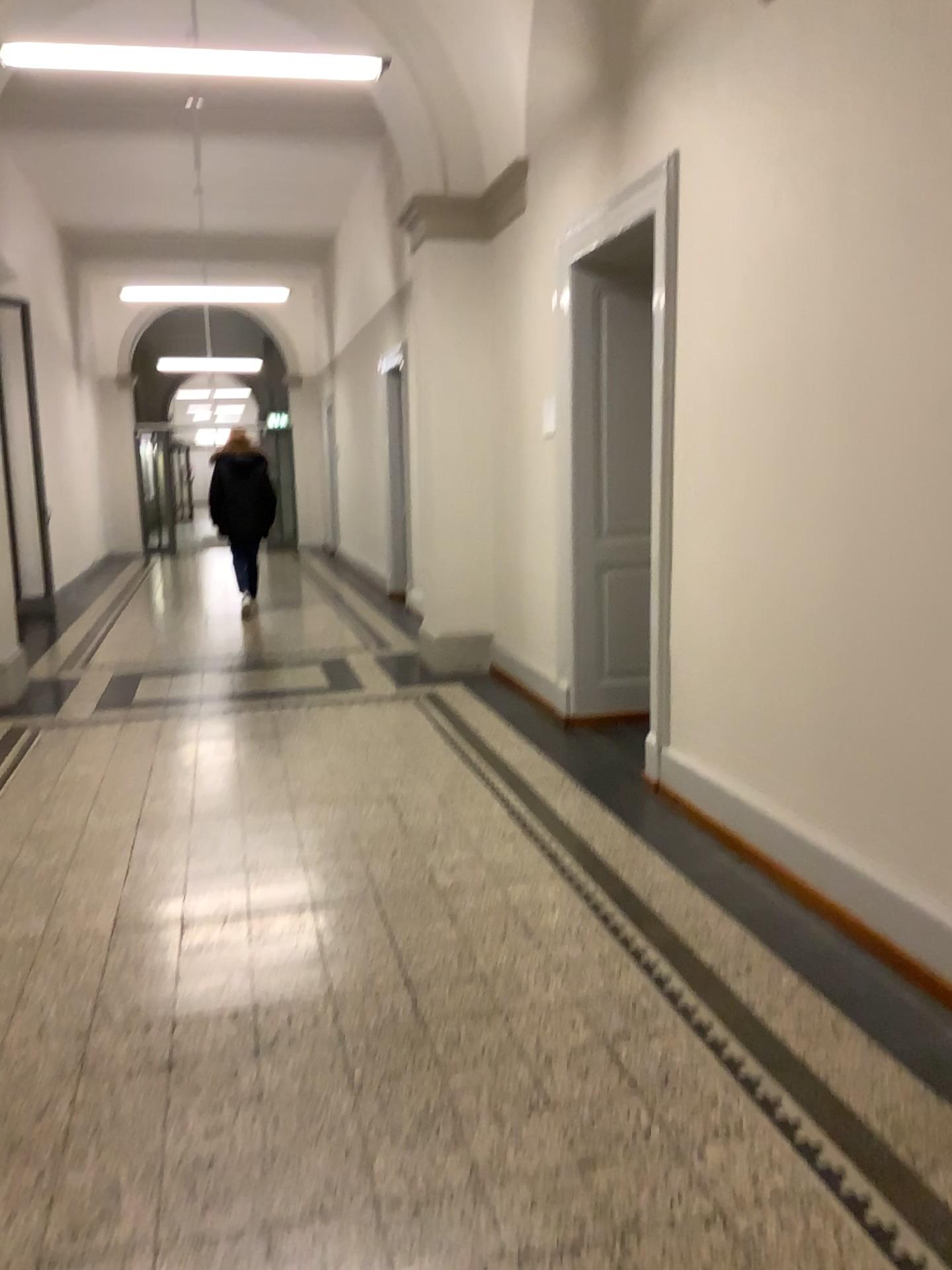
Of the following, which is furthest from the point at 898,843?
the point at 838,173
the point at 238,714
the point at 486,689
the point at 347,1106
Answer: the point at 238,714
